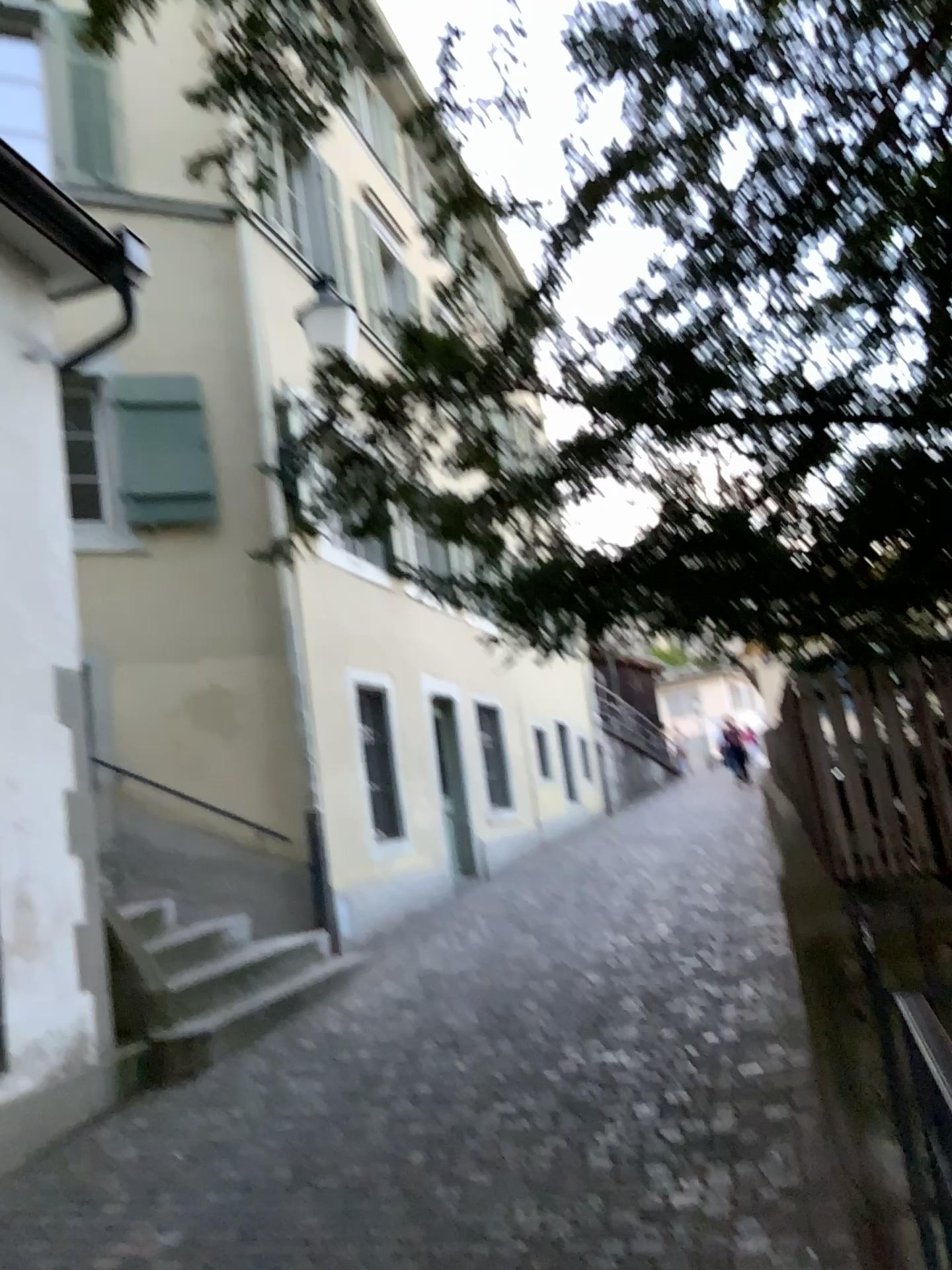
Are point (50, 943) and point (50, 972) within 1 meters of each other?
yes
